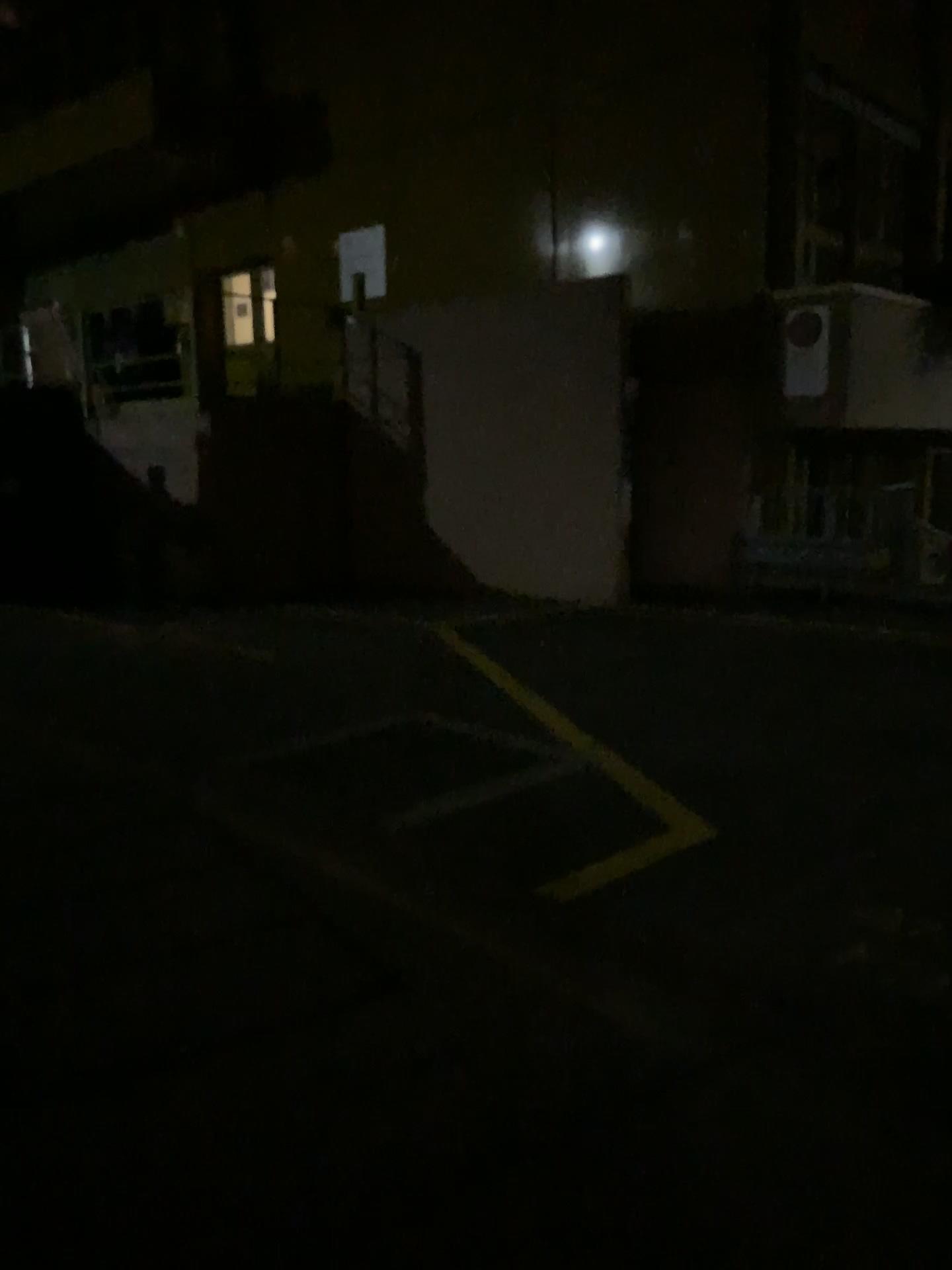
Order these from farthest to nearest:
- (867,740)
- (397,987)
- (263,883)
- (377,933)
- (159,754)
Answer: (159,754), (867,740), (263,883), (377,933), (397,987)
